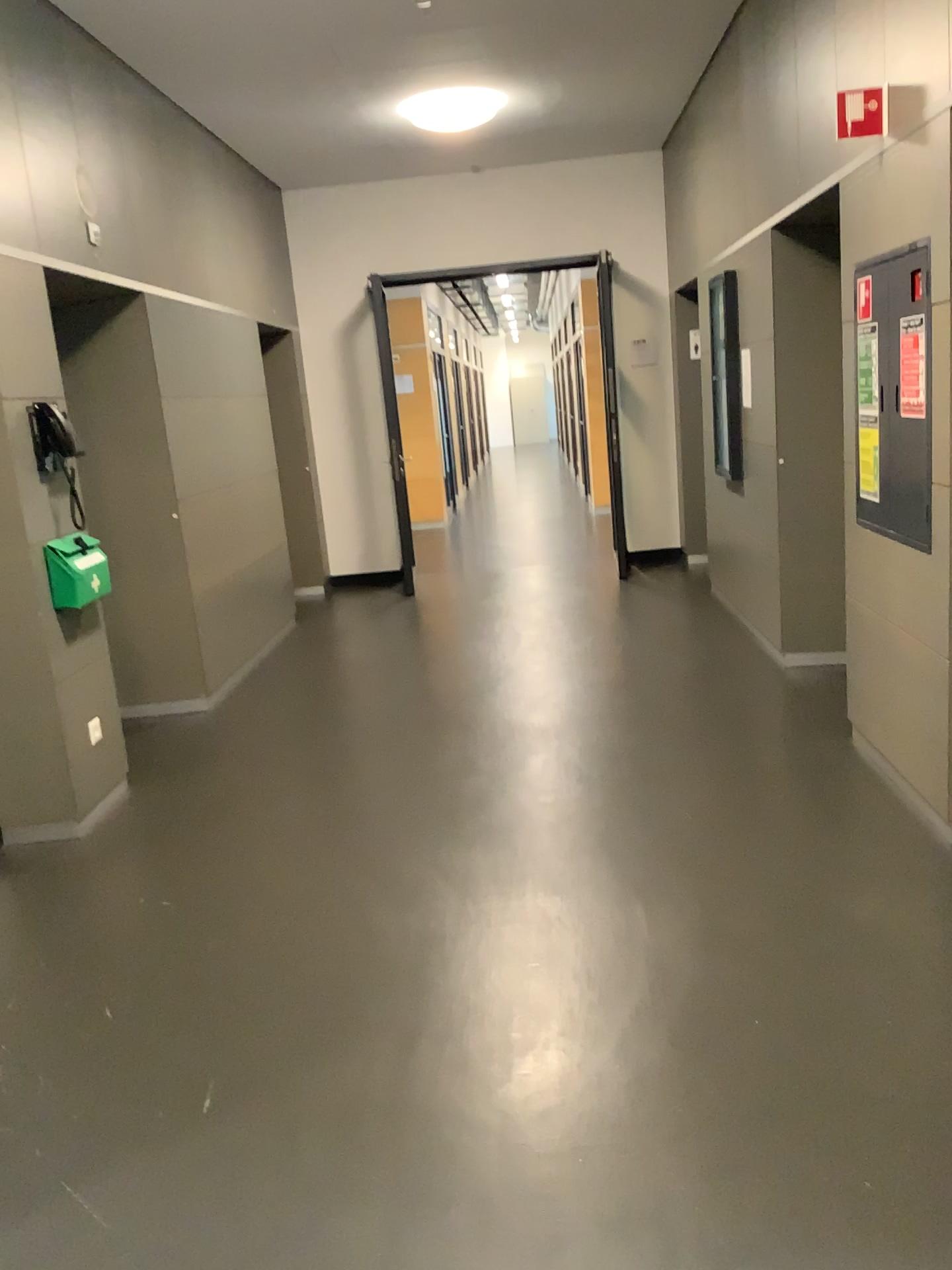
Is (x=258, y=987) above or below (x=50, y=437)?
below

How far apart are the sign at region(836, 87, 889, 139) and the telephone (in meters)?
2.85

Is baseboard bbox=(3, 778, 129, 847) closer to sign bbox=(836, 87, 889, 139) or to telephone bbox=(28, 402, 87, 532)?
telephone bbox=(28, 402, 87, 532)

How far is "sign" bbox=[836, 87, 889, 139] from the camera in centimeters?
306cm

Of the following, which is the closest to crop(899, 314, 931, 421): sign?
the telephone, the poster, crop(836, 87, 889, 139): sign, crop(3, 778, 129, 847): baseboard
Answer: the poster

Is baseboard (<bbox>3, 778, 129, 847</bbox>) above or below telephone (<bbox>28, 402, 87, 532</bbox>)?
below

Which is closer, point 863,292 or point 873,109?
point 873,109

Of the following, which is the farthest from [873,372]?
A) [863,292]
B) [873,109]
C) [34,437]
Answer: [34,437]

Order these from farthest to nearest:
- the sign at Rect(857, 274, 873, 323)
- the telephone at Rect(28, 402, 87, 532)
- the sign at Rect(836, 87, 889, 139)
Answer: the telephone at Rect(28, 402, 87, 532), the sign at Rect(857, 274, 873, 323), the sign at Rect(836, 87, 889, 139)

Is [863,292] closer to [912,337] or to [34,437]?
[912,337]
